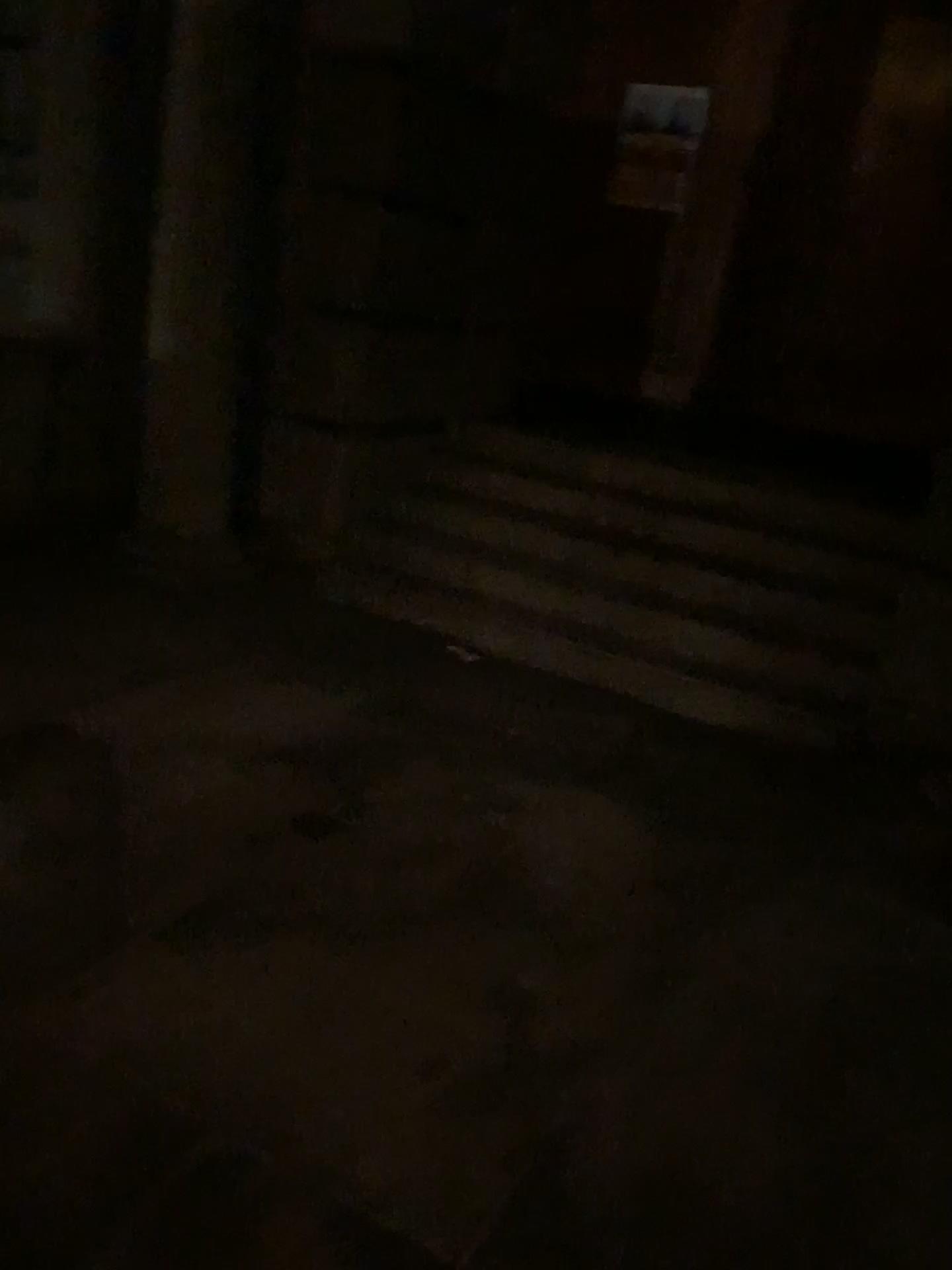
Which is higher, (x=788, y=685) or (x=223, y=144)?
(x=223, y=144)

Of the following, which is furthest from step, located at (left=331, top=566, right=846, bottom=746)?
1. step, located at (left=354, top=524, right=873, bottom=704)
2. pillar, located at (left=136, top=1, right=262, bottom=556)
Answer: pillar, located at (left=136, top=1, right=262, bottom=556)

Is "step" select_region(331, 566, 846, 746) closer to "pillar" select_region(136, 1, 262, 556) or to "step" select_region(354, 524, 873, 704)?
"step" select_region(354, 524, 873, 704)

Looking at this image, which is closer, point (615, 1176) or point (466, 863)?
point (615, 1176)

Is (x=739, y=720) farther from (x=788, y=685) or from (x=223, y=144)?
(x=223, y=144)

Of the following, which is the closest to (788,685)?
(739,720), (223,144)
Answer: (739,720)
